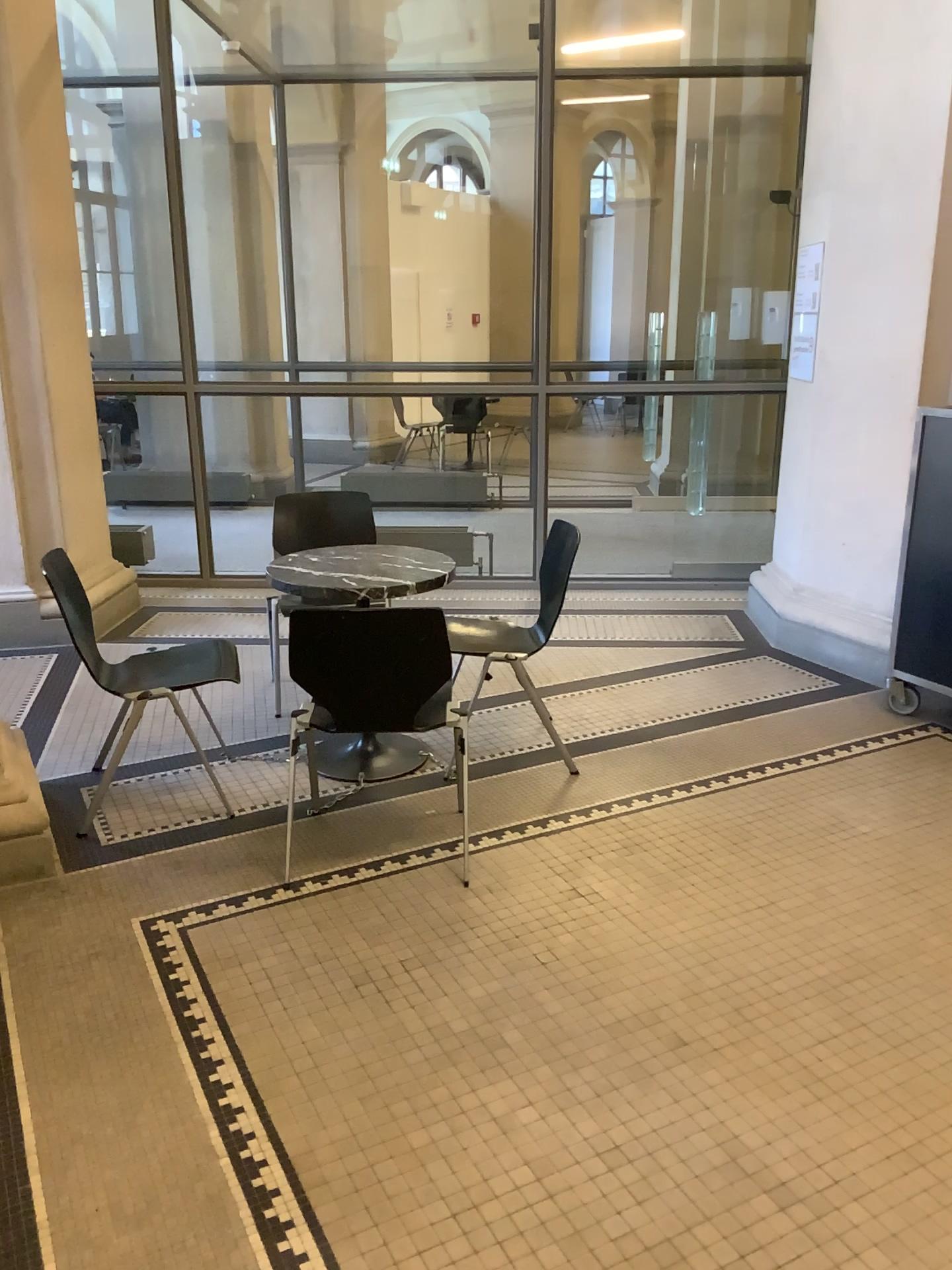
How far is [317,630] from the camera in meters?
2.7

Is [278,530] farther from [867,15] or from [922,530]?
[867,15]

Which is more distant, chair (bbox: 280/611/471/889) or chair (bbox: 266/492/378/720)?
chair (bbox: 266/492/378/720)

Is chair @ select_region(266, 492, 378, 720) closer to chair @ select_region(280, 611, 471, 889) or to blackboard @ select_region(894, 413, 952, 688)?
chair @ select_region(280, 611, 471, 889)

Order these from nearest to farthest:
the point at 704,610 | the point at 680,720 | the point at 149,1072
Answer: the point at 149,1072 → the point at 680,720 → the point at 704,610

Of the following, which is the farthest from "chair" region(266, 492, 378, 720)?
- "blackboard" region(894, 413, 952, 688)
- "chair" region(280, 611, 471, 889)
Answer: "blackboard" region(894, 413, 952, 688)

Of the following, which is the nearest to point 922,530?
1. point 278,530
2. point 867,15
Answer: point 867,15

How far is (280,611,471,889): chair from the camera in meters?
2.7

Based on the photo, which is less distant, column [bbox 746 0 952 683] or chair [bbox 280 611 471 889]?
chair [bbox 280 611 471 889]

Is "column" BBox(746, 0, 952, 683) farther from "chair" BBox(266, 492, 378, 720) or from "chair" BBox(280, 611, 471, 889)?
"chair" BBox(280, 611, 471, 889)
